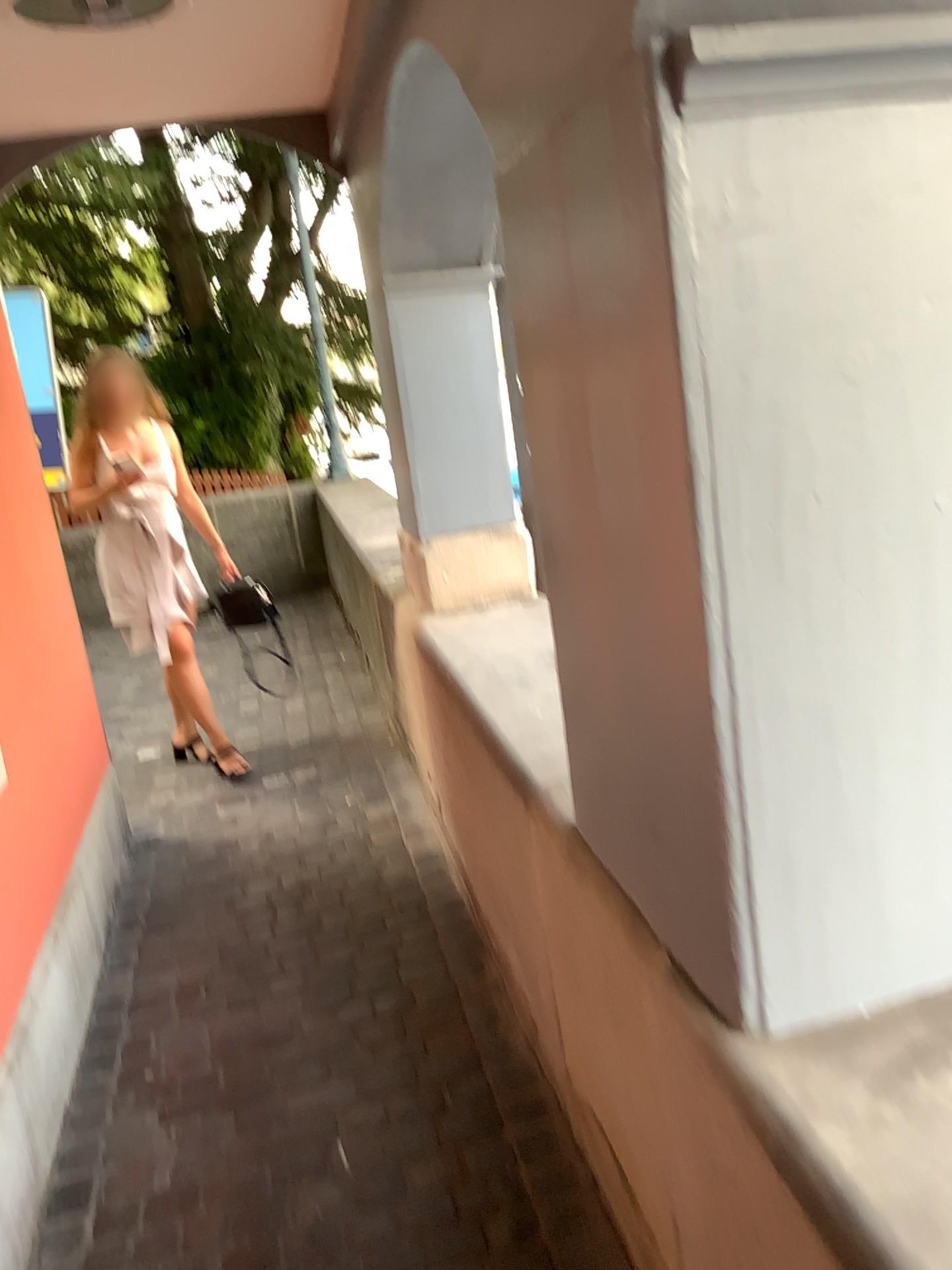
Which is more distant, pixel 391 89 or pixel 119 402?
pixel 119 402

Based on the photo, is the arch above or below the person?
above

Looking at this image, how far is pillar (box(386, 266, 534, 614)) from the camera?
3.0 meters

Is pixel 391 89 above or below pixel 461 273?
above

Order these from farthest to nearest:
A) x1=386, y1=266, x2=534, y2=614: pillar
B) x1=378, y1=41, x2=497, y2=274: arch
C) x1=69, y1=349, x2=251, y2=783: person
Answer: x1=69, y1=349, x2=251, y2=783: person → x1=386, y1=266, x2=534, y2=614: pillar → x1=378, y1=41, x2=497, y2=274: arch

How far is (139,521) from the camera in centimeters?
390cm

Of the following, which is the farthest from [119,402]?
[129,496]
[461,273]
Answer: [461,273]

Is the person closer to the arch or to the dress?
the dress

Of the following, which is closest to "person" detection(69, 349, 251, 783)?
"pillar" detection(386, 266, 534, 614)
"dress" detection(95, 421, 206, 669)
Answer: "dress" detection(95, 421, 206, 669)

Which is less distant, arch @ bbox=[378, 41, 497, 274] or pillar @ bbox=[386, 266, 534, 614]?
arch @ bbox=[378, 41, 497, 274]
